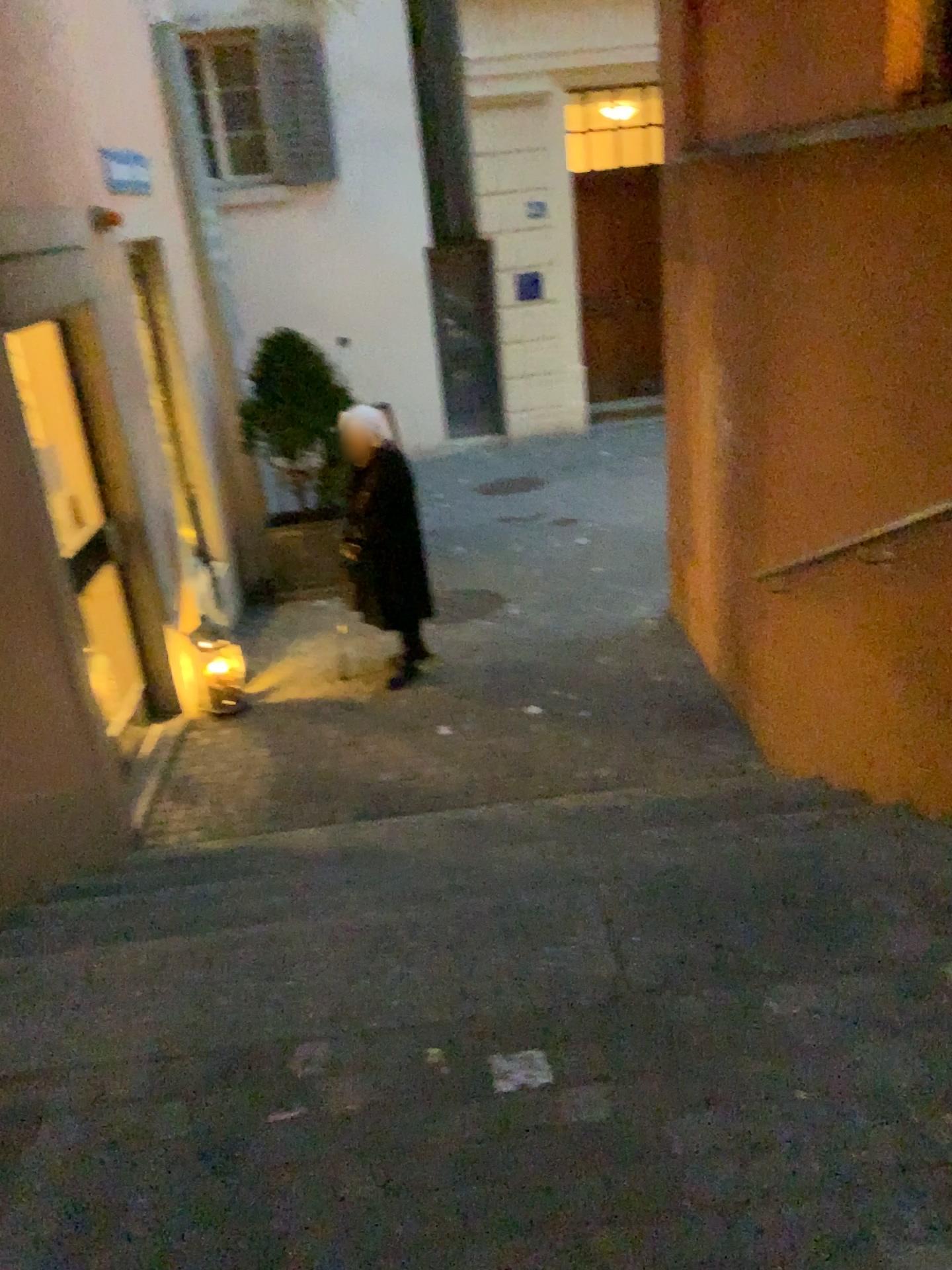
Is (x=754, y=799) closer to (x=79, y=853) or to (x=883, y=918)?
(x=883, y=918)
